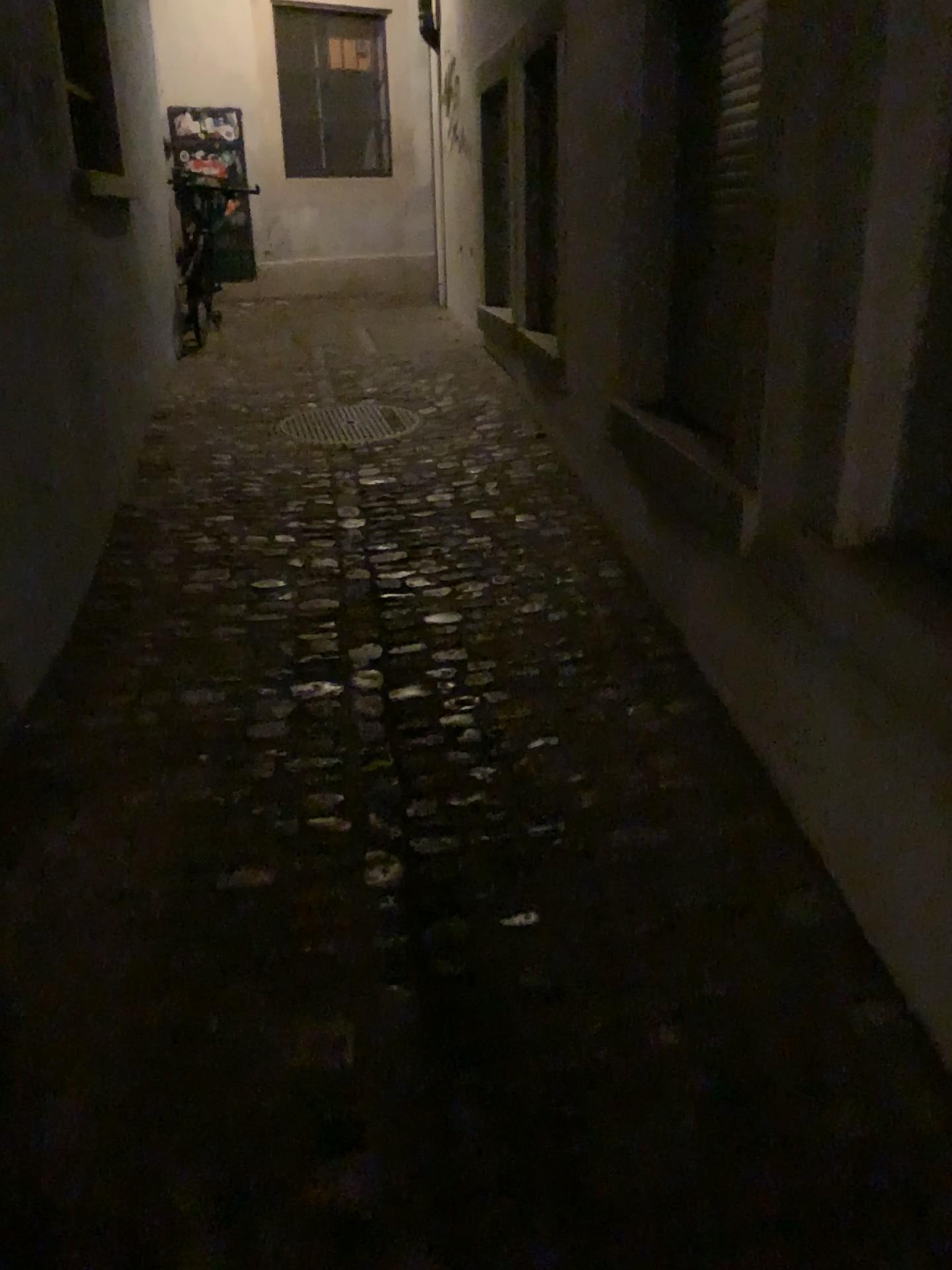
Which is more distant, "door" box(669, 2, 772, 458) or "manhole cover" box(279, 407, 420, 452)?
"manhole cover" box(279, 407, 420, 452)

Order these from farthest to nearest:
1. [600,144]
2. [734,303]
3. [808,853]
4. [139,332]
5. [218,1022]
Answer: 1. [139,332]
2. [600,144]
3. [734,303]
4. [808,853]
5. [218,1022]

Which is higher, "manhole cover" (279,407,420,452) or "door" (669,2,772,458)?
"door" (669,2,772,458)

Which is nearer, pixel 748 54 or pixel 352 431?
pixel 748 54

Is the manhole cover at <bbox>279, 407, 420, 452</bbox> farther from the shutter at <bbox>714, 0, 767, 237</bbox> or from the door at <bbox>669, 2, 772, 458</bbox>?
the shutter at <bbox>714, 0, 767, 237</bbox>

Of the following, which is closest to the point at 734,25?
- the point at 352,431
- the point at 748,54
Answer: the point at 748,54

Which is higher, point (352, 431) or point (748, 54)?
point (748, 54)

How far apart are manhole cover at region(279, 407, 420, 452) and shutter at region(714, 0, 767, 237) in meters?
2.6 m

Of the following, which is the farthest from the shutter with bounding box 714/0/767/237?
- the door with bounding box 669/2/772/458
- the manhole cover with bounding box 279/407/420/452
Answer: the manhole cover with bounding box 279/407/420/452

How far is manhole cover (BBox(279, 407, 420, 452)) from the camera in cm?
483
